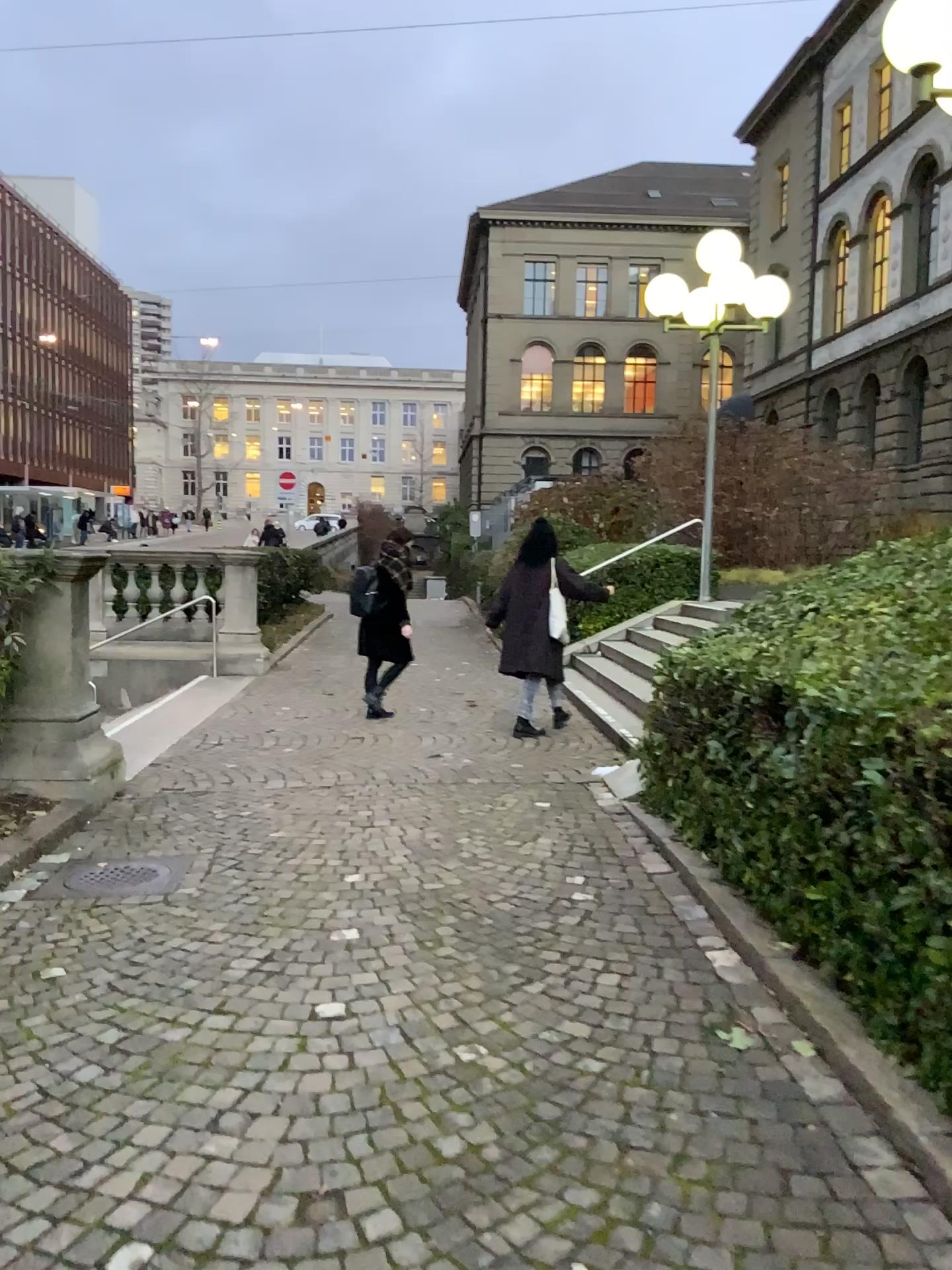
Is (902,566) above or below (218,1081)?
above
